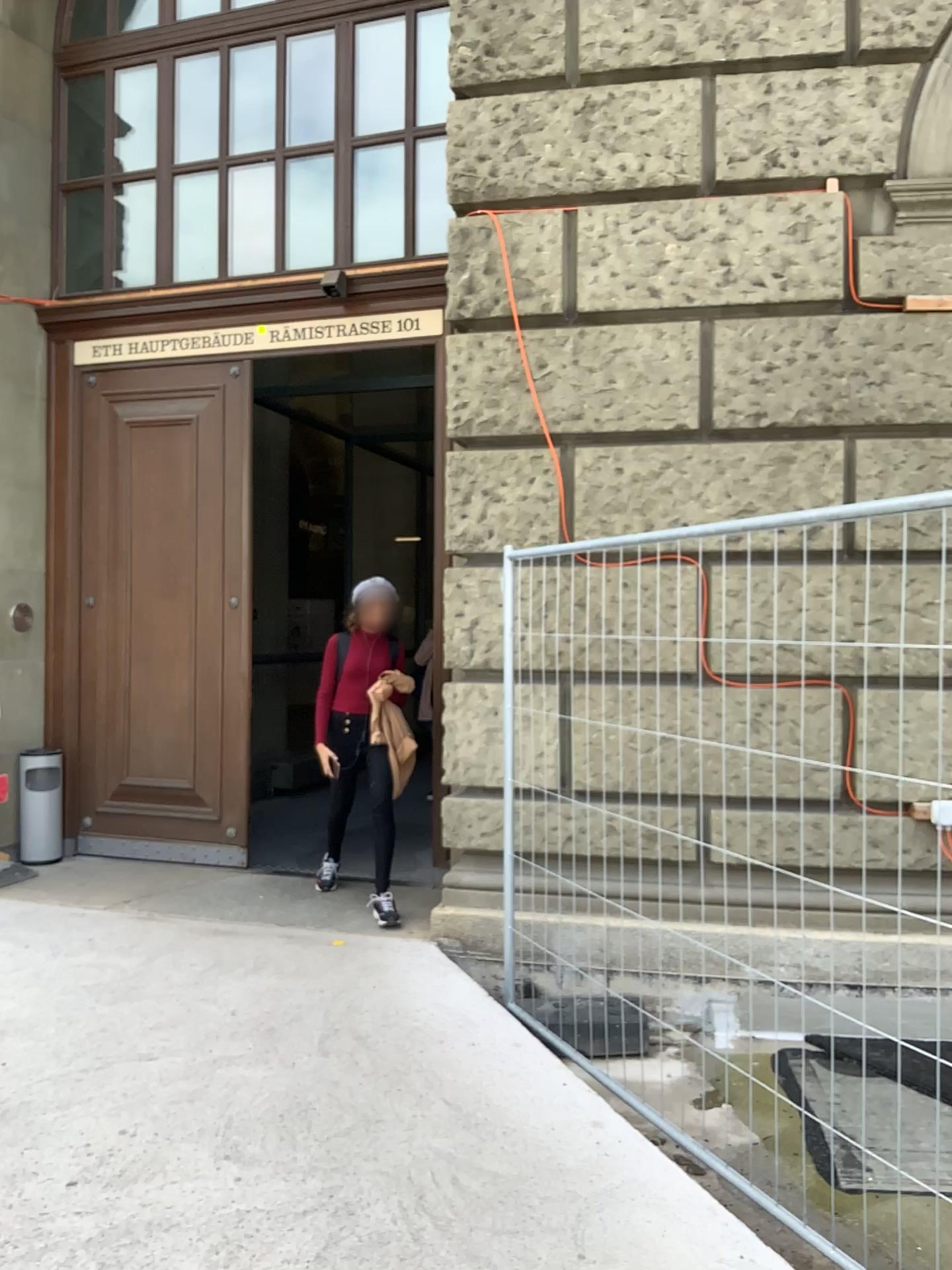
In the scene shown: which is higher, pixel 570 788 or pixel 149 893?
pixel 570 788
